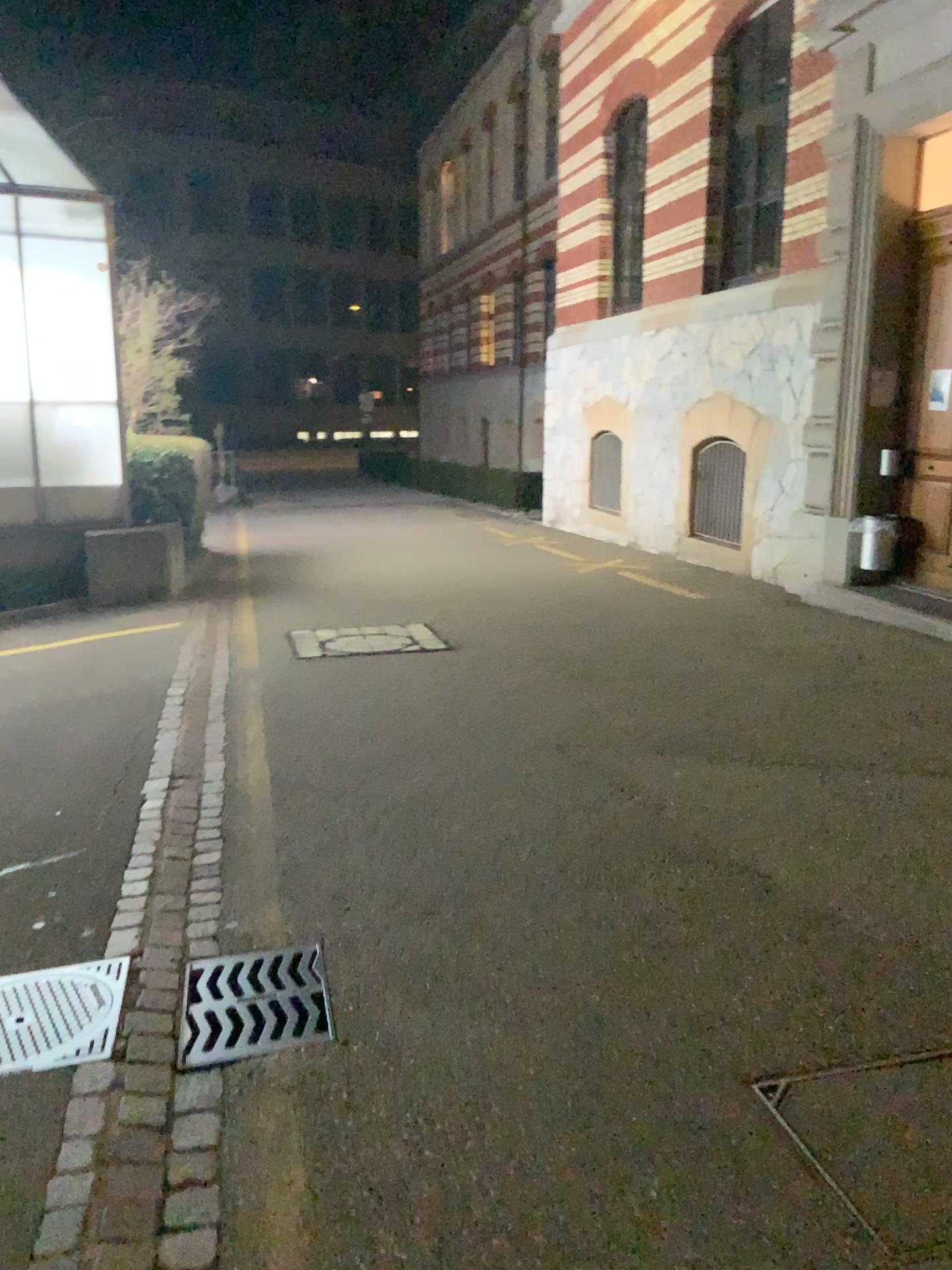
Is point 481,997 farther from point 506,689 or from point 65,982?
point 506,689
